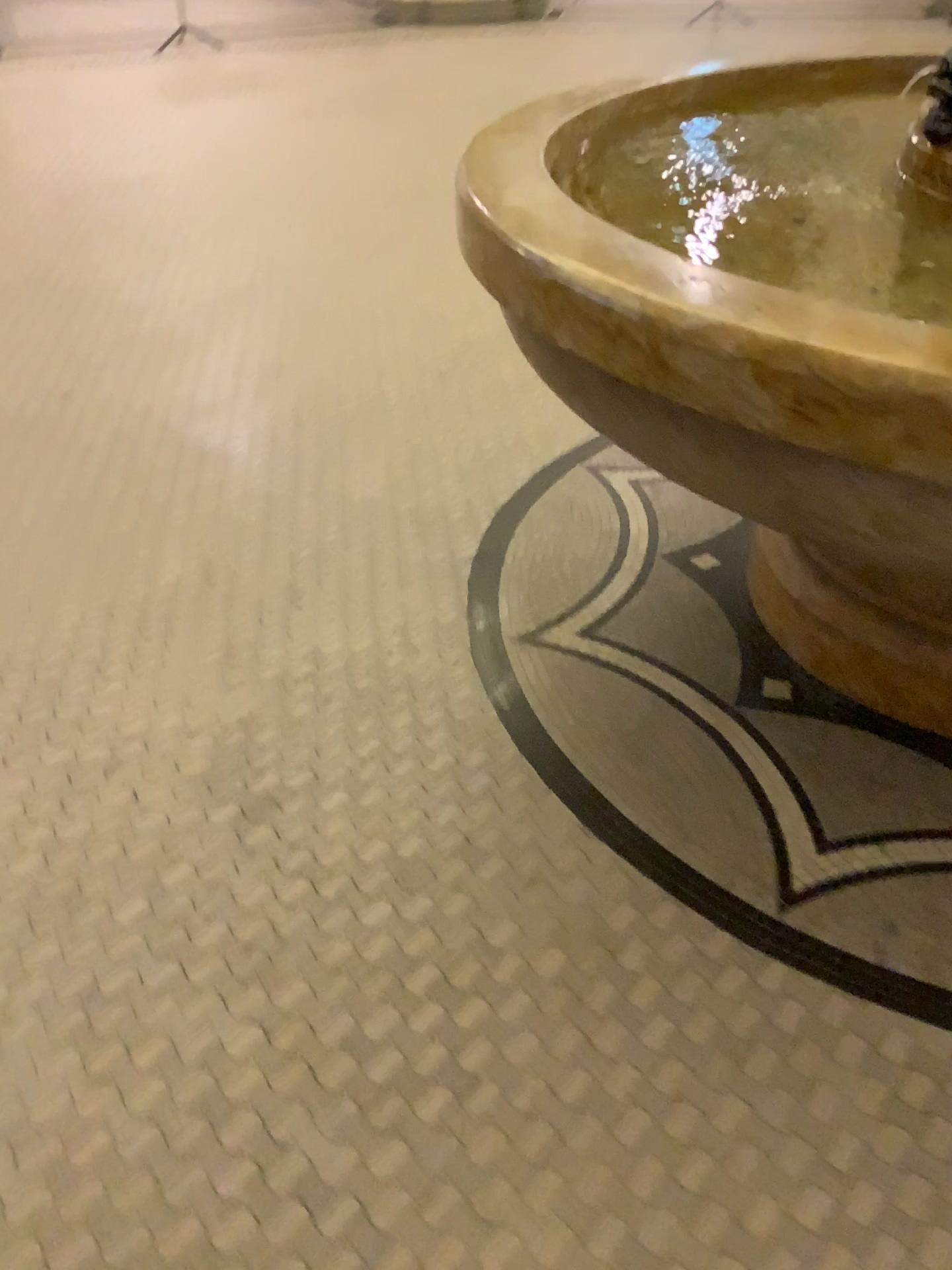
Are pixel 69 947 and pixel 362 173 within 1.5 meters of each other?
no
